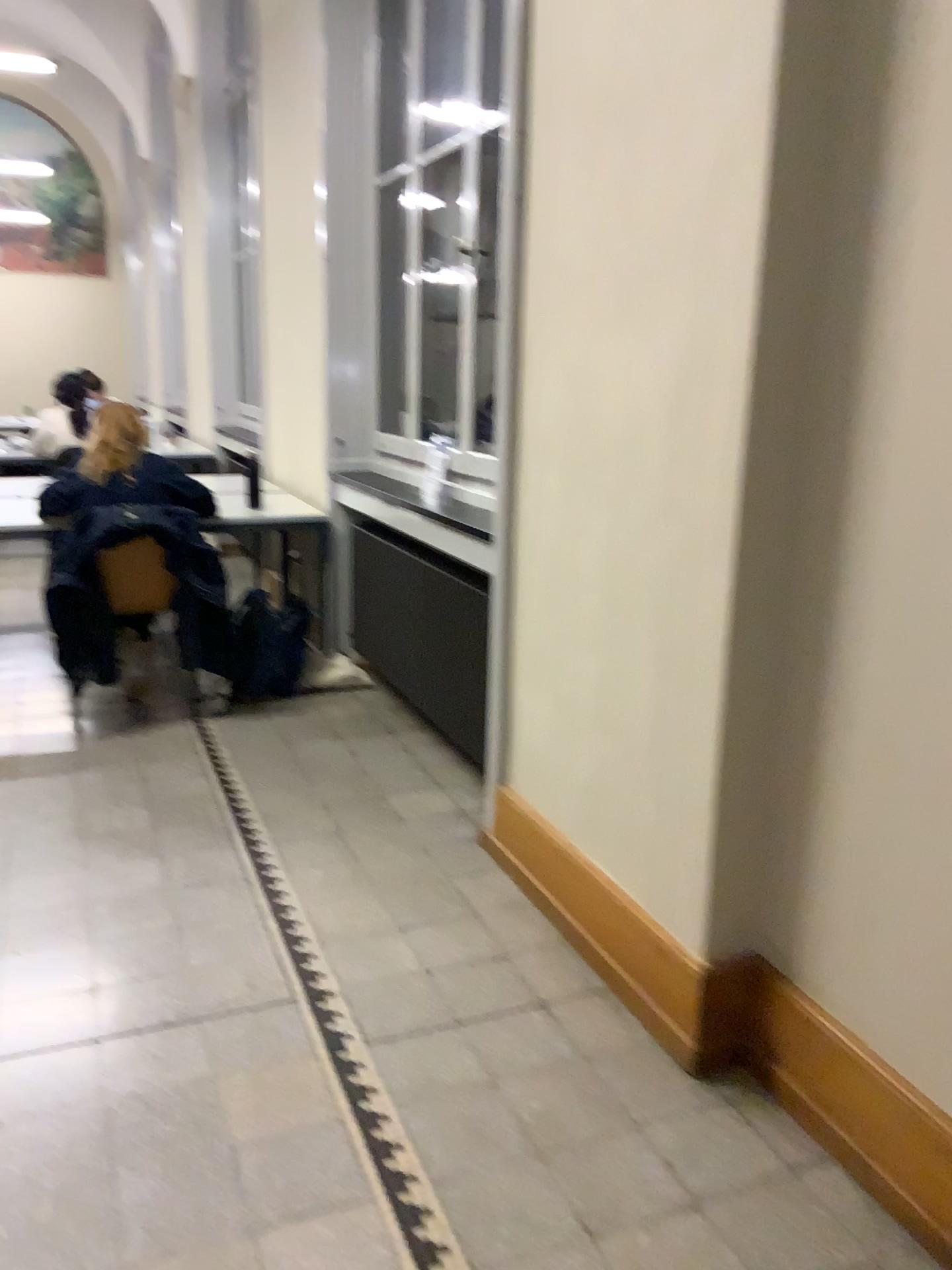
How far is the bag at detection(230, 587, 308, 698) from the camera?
4.3 meters

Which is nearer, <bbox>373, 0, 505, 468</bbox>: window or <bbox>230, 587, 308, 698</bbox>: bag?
<bbox>373, 0, 505, 468</bbox>: window

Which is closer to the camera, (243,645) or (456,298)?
(456,298)

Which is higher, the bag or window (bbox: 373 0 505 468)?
window (bbox: 373 0 505 468)

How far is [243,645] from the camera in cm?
426

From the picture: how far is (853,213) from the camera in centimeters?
170cm

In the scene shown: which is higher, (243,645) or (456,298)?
(456,298)
